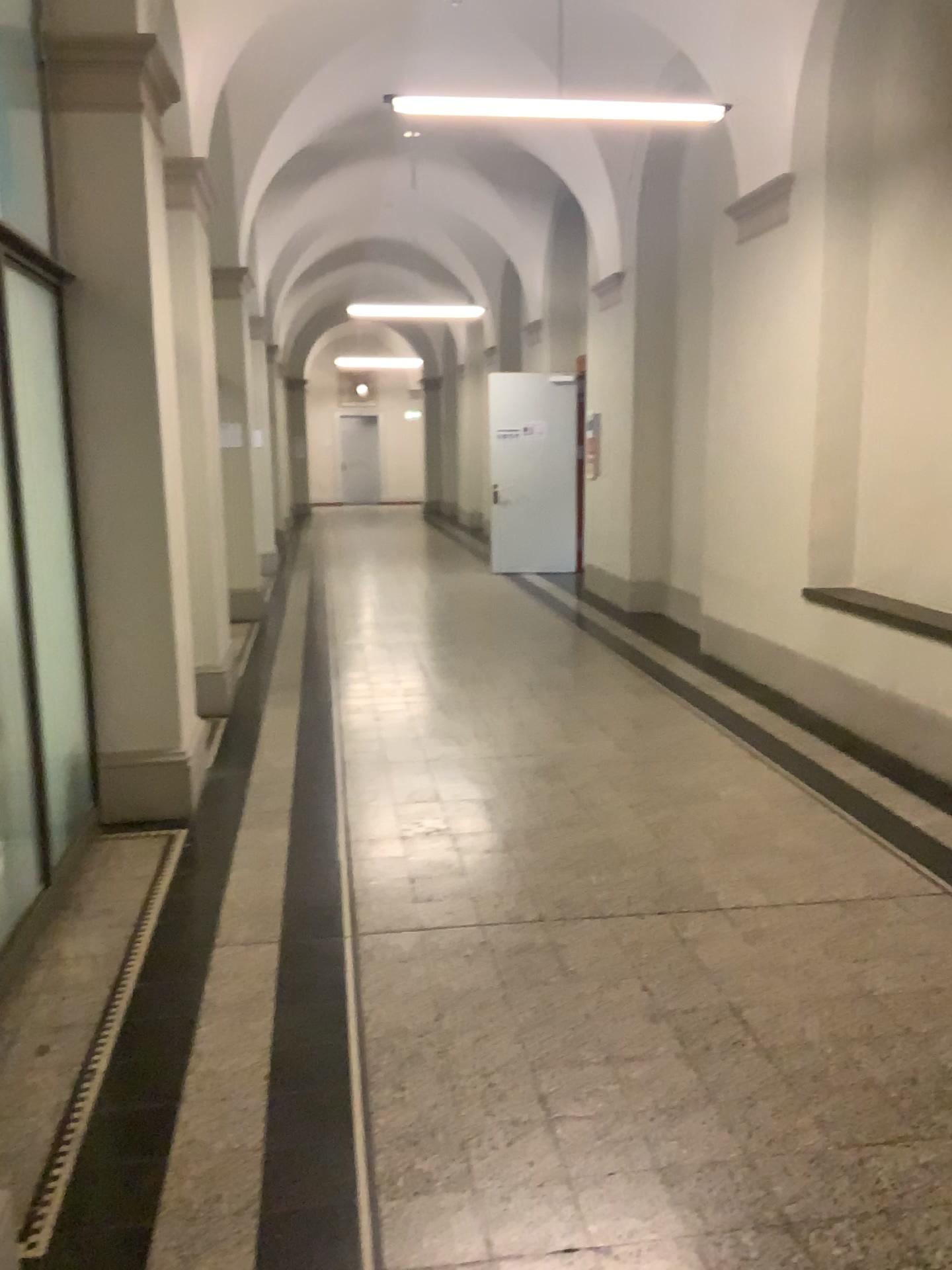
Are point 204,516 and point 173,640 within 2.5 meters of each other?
yes

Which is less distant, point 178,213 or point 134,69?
point 134,69

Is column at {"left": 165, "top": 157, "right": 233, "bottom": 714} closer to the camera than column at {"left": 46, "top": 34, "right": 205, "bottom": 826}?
No

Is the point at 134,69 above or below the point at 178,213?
above
